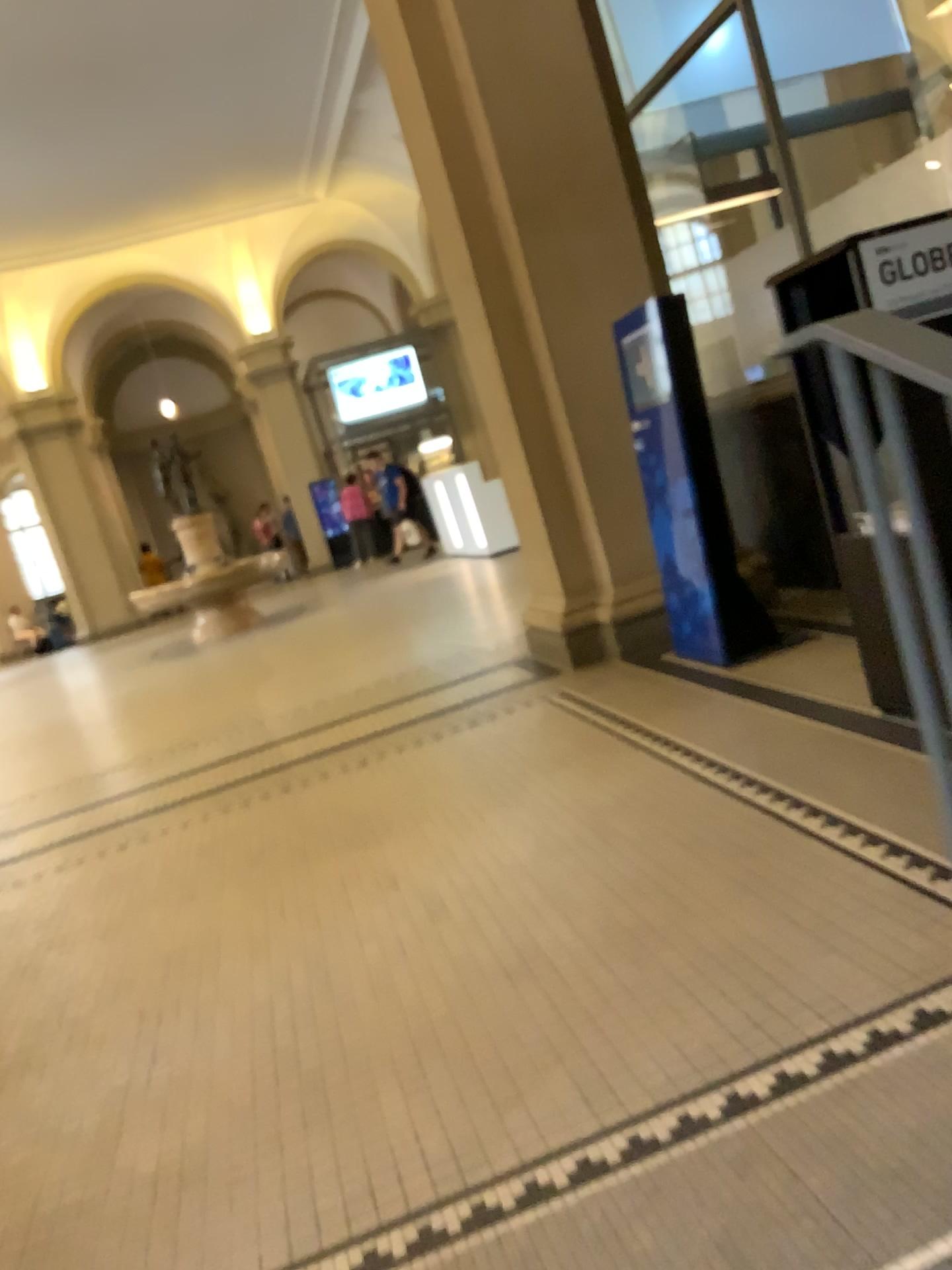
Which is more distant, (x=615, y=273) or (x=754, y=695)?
(x=615, y=273)

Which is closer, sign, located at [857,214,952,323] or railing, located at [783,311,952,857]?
railing, located at [783,311,952,857]

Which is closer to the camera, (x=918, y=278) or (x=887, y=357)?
(x=887, y=357)
